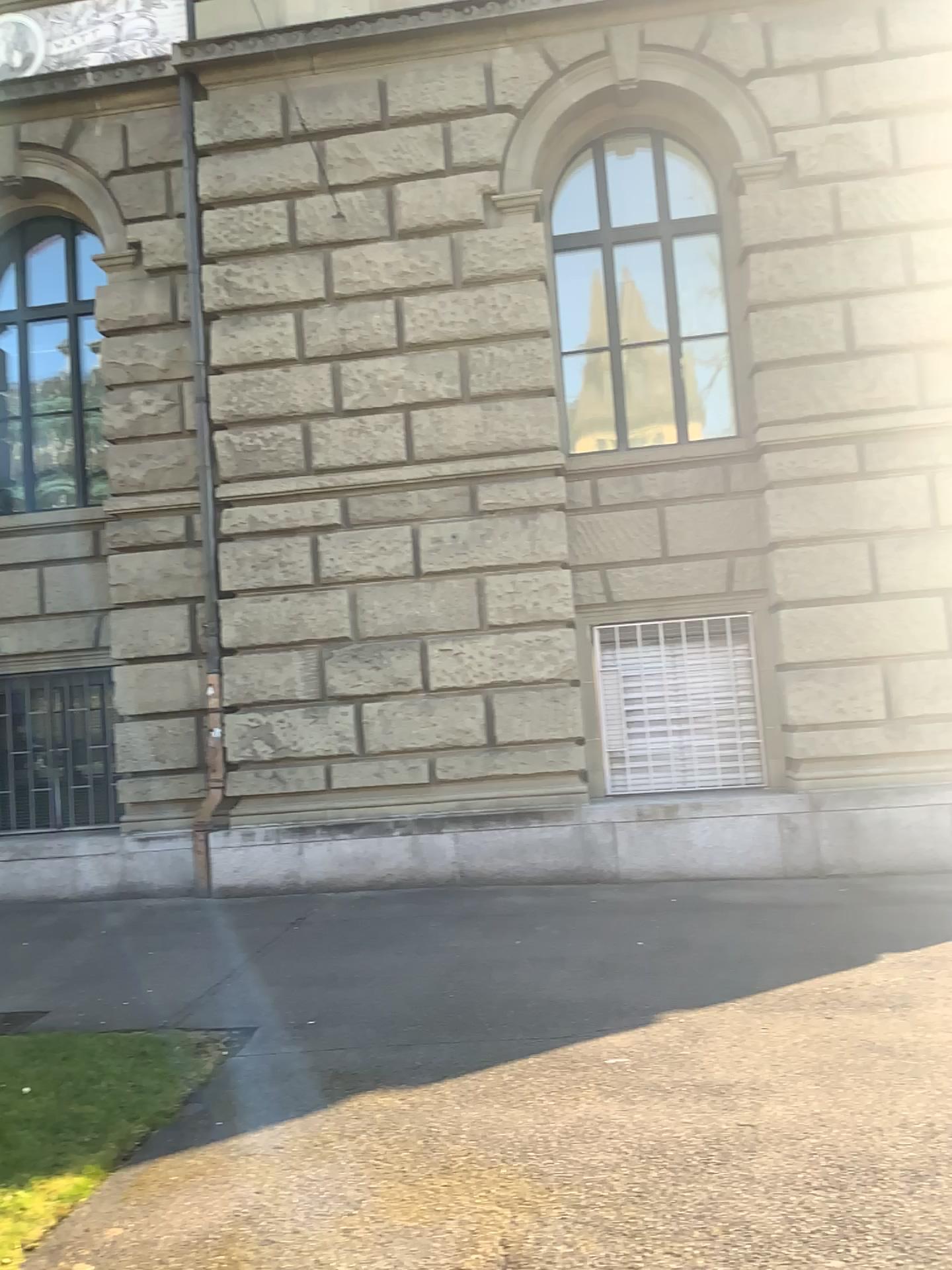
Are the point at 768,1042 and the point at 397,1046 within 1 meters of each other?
no
